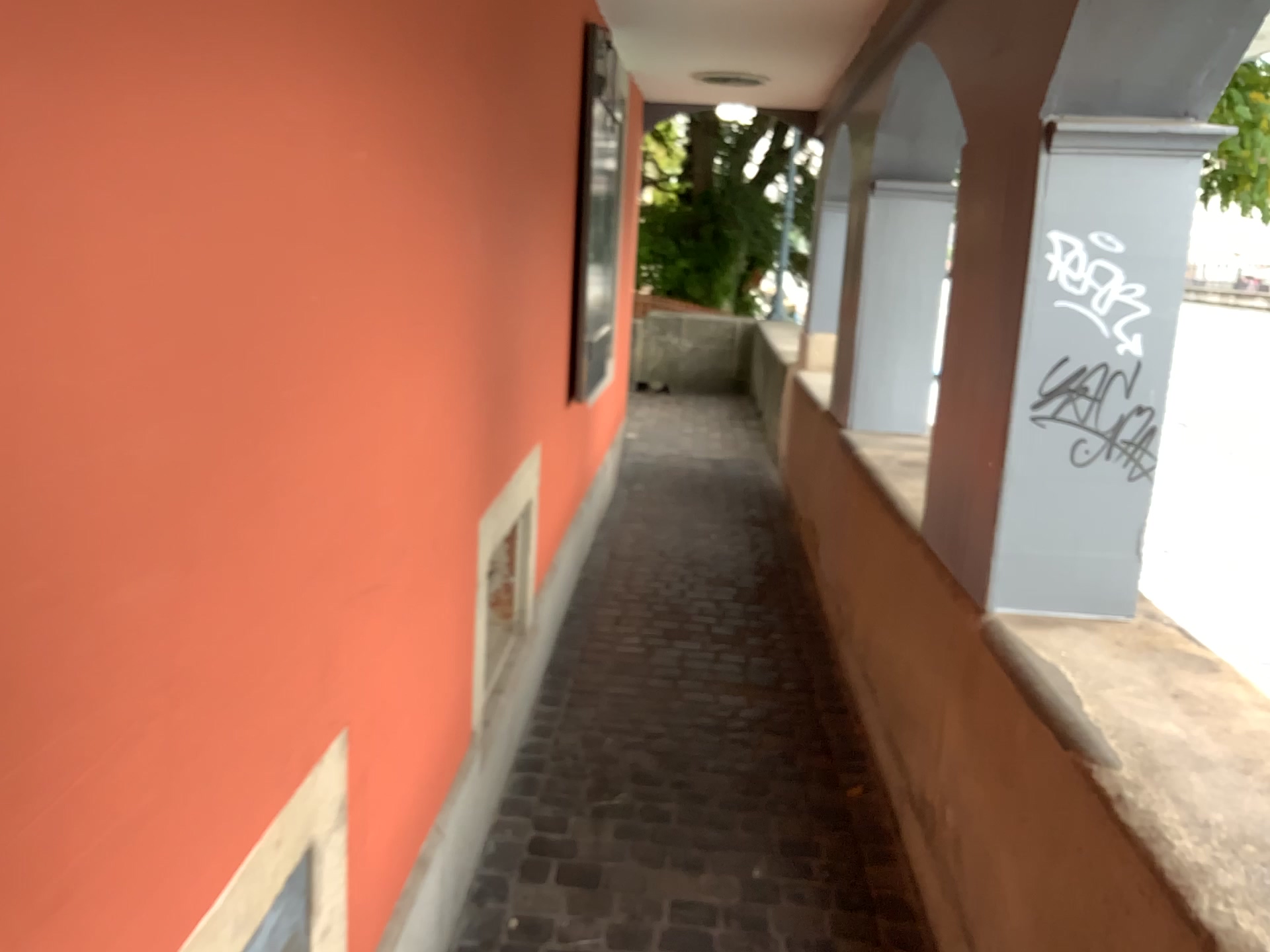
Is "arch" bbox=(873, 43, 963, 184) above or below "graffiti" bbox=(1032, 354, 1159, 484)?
above

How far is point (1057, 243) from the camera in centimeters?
197cm

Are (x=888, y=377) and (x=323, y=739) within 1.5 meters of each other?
no

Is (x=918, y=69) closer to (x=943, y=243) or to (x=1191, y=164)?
(x=943, y=243)

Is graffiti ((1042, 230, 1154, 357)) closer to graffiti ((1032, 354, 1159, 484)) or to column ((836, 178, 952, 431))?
graffiti ((1032, 354, 1159, 484))

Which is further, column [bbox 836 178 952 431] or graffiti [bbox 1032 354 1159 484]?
column [bbox 836 178 952 431]

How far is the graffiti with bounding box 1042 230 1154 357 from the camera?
1.97m

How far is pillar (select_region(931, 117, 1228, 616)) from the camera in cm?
193

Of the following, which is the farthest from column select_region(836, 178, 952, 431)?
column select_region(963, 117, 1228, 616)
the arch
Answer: column select_region(963, 117, 1228, 616)

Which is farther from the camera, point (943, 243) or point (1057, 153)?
point (943, 243)
